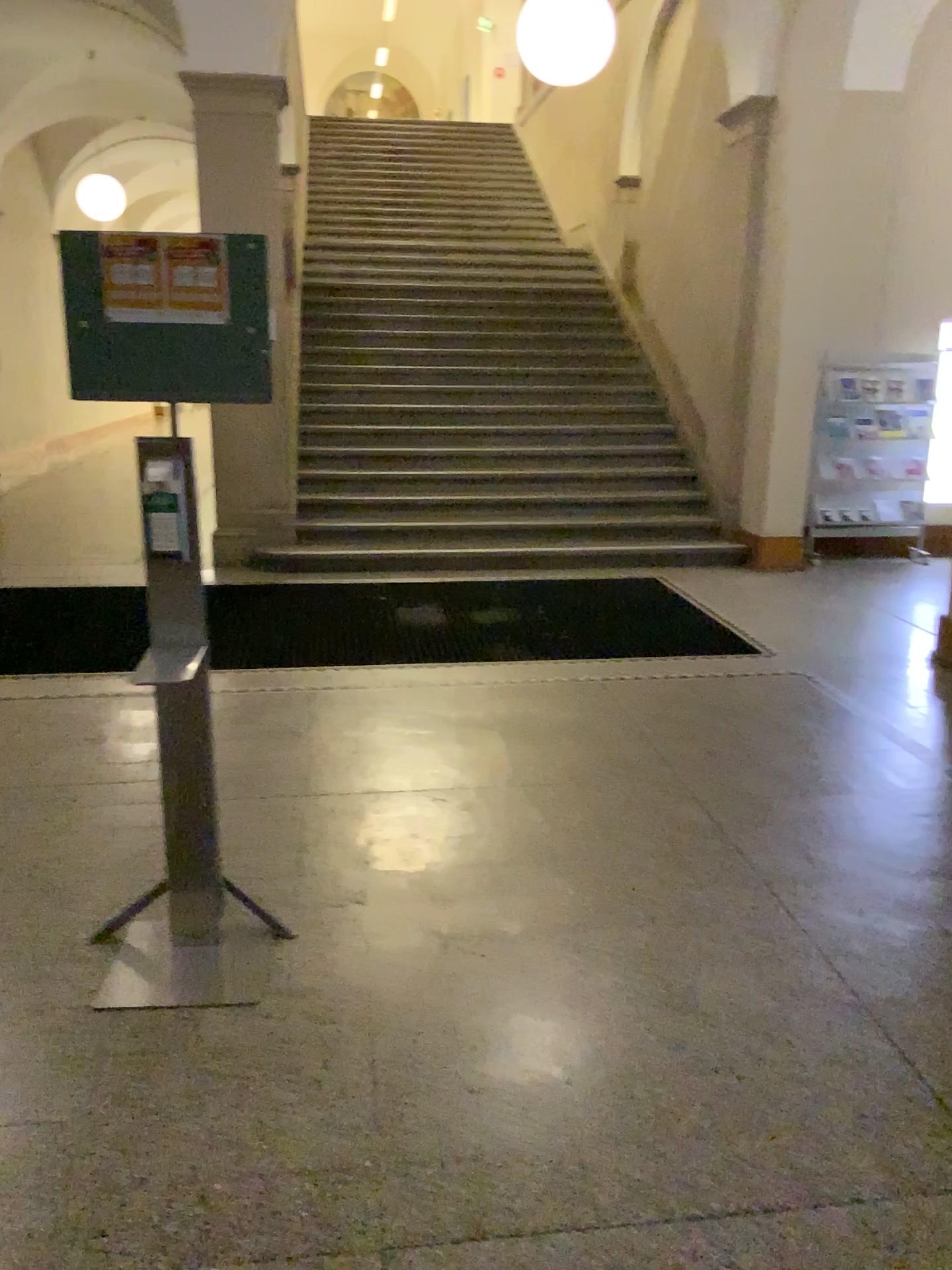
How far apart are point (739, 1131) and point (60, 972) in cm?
168
